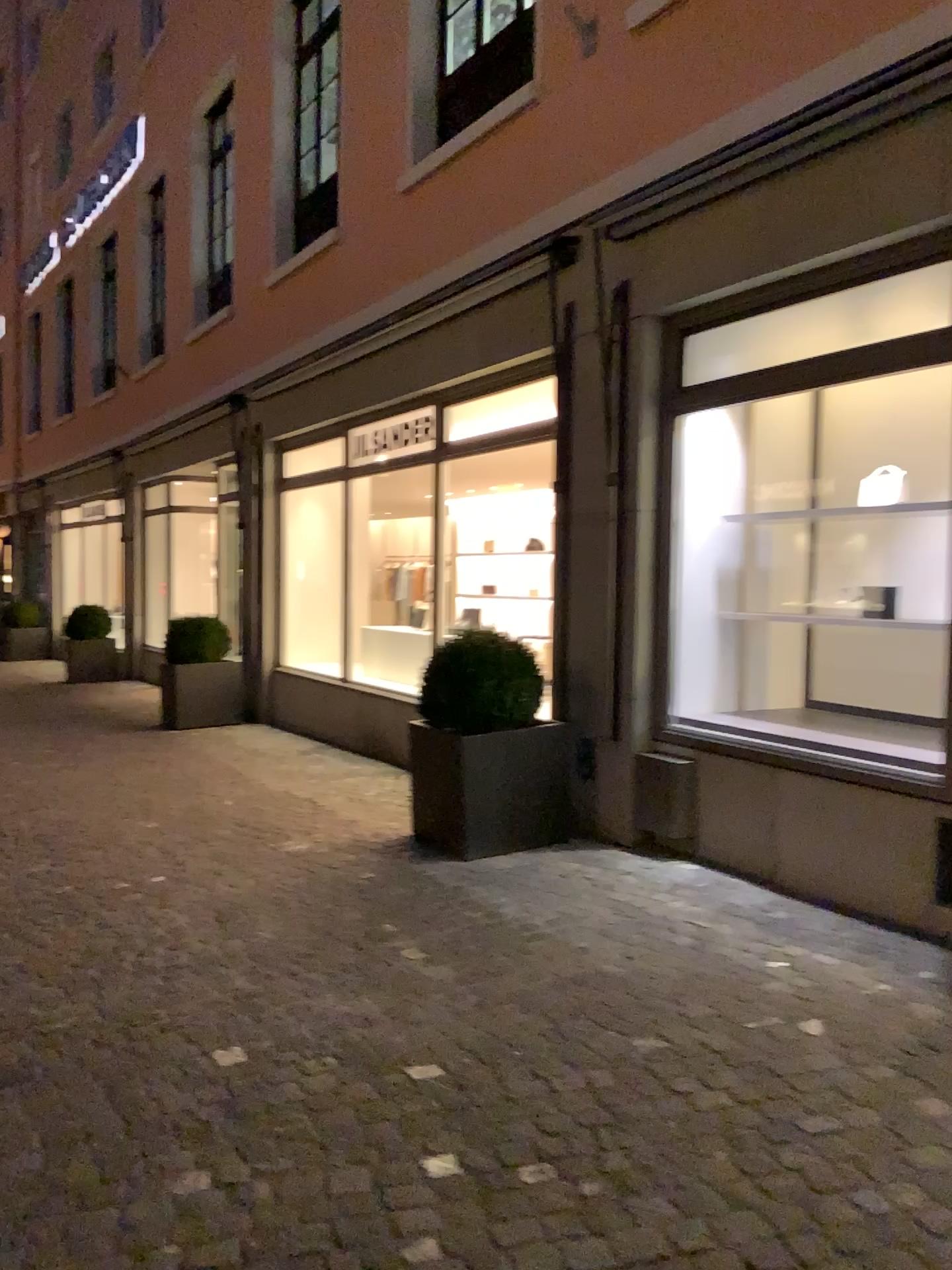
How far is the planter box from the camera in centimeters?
478cm

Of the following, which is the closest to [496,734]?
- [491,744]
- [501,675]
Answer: [491,744]

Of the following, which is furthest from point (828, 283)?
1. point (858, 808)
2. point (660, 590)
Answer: point (858, 808)

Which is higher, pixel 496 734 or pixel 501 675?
pixel 501 675

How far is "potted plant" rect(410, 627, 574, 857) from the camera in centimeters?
480cm

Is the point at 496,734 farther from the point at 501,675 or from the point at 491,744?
the point at 501,675

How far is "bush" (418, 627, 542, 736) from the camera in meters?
5.0 m
